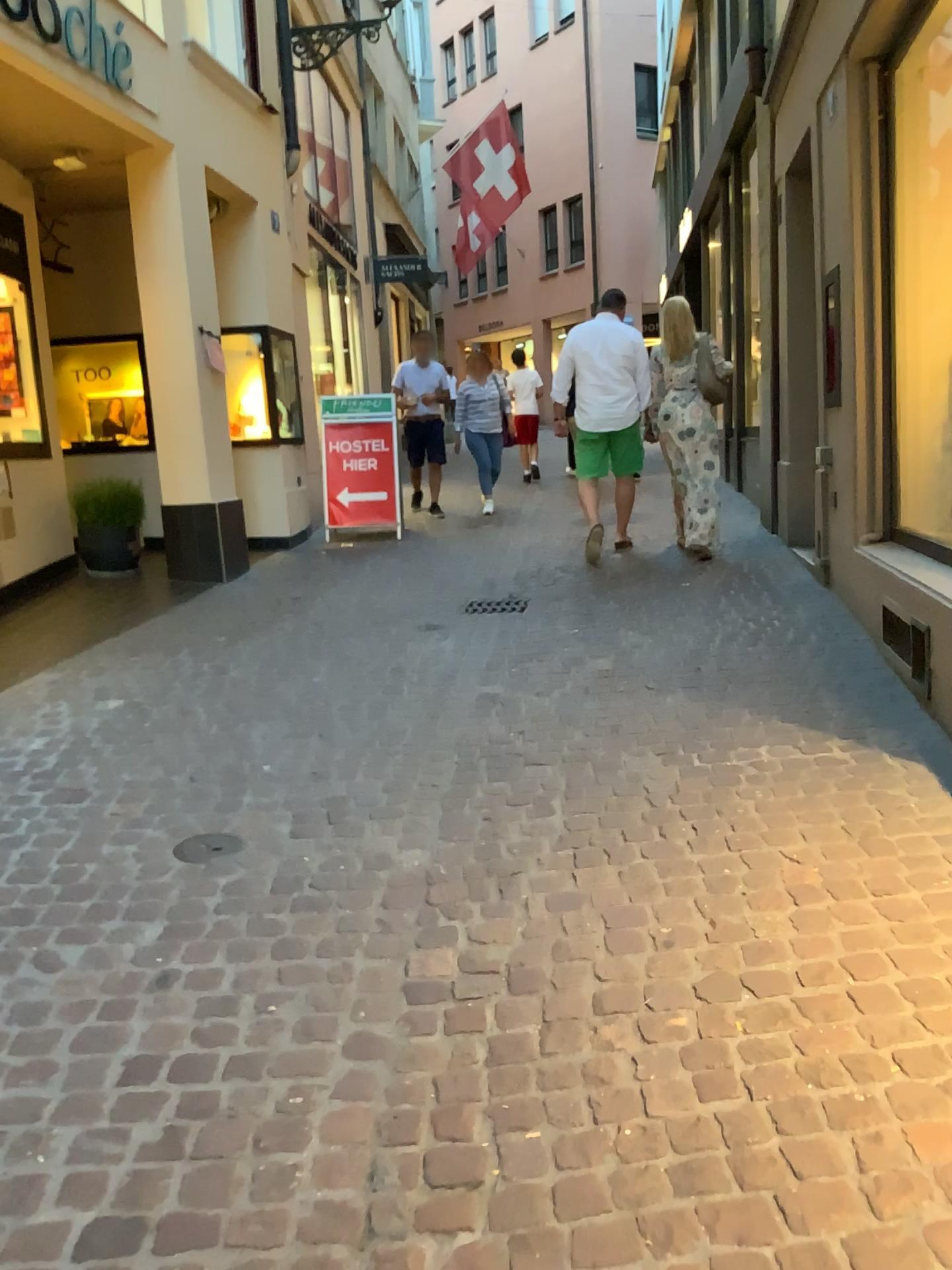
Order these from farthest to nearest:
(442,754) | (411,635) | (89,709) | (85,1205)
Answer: (411,635) → (89,709) → (442,754) → (85,1205)
